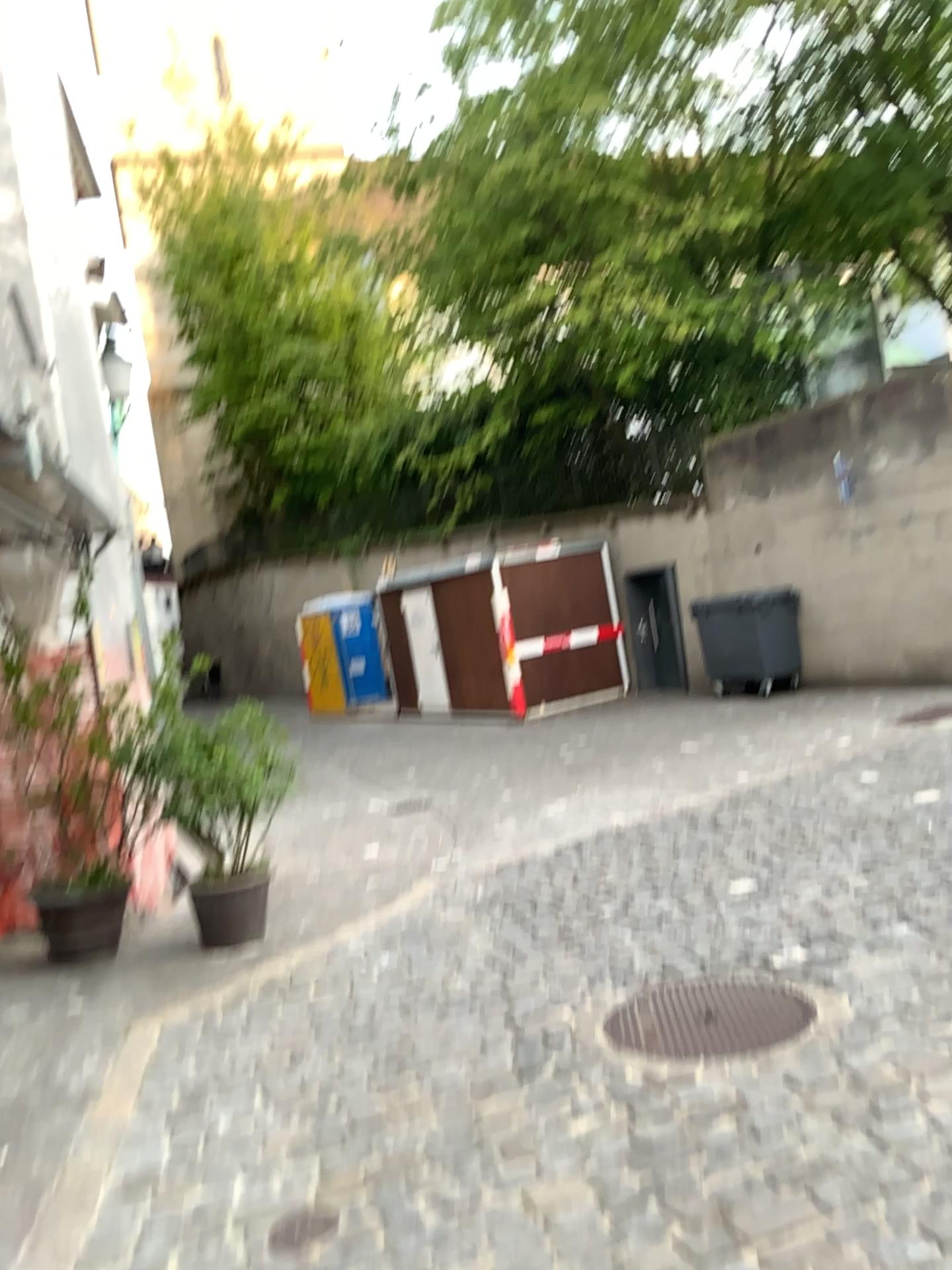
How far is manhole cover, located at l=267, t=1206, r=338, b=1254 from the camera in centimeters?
275cm

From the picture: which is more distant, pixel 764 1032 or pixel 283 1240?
pixel 764 1032

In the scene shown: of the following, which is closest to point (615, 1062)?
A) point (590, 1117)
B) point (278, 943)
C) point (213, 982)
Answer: point (590, 1117)

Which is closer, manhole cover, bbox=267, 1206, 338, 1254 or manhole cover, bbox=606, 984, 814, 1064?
manhole cover, bbox=267, 1206, 338, 1254

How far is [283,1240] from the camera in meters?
2.8 m
